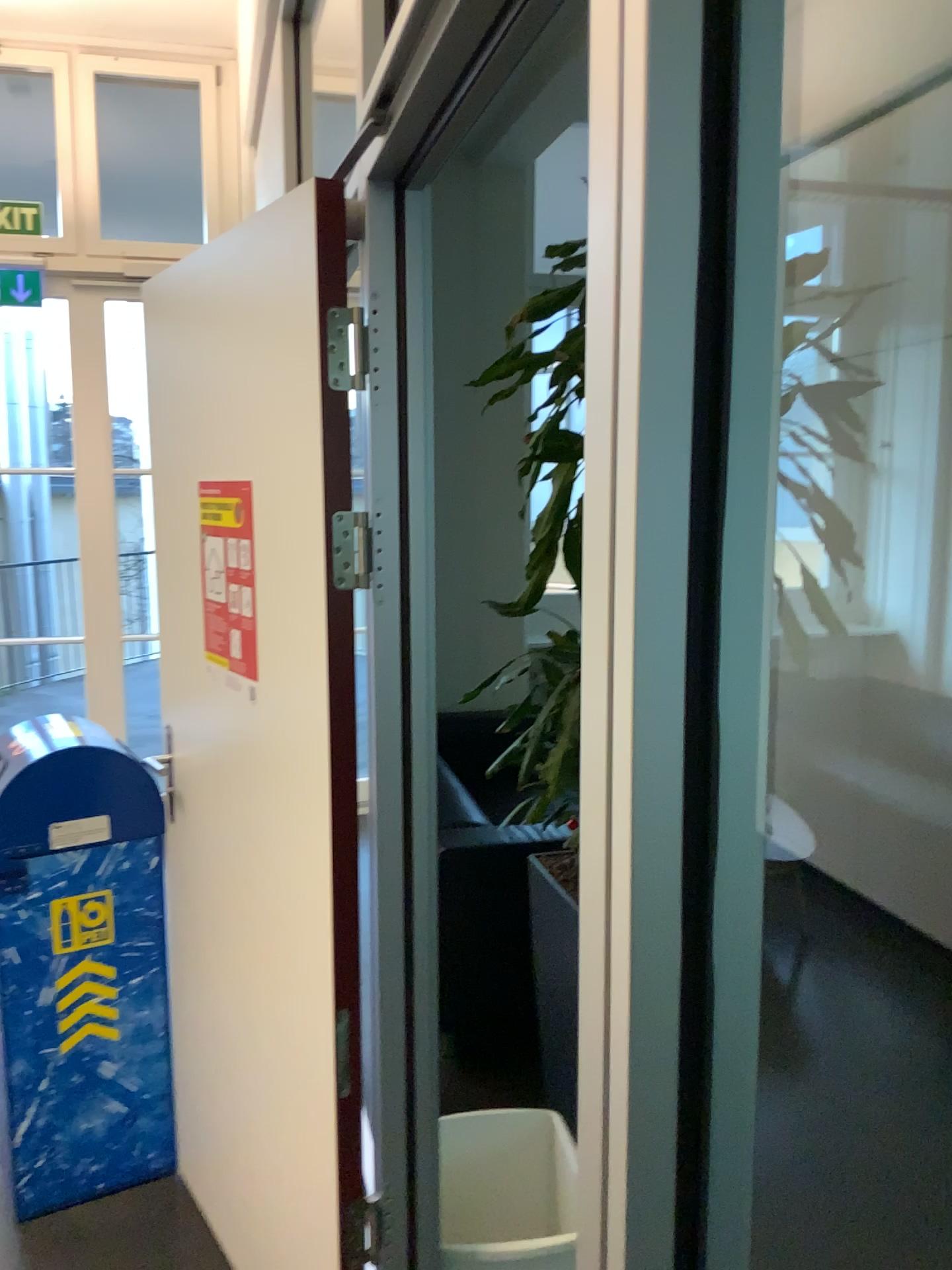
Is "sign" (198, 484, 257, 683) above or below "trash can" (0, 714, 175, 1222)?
above

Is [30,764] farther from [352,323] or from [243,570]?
[352,323]

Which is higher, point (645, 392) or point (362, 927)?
point (645, 392)

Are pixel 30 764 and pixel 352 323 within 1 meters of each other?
no

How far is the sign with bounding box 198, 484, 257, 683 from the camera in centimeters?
181cm

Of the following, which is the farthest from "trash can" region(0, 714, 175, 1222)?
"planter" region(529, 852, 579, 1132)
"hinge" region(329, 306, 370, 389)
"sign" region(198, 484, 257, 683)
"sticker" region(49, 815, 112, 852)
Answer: "hinge" region(329, 306, 370, 389)

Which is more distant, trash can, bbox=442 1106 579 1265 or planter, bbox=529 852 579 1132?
planter, bbox=529 852 579 1132

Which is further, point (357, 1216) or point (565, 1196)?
point (565, 1196)

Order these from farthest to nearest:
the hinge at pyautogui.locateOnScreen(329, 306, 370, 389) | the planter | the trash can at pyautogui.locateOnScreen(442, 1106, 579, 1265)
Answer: the planter
the trash can at pyautogui.locateOnScreen(442, 1106, 579, 1265)
the hinge at pyautogui.locateOnScreen(329, 306, 370, 389)

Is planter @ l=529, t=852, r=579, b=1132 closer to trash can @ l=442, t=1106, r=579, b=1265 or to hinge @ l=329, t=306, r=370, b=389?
trash can @ l=442, t=1106, r=579, b=1265
